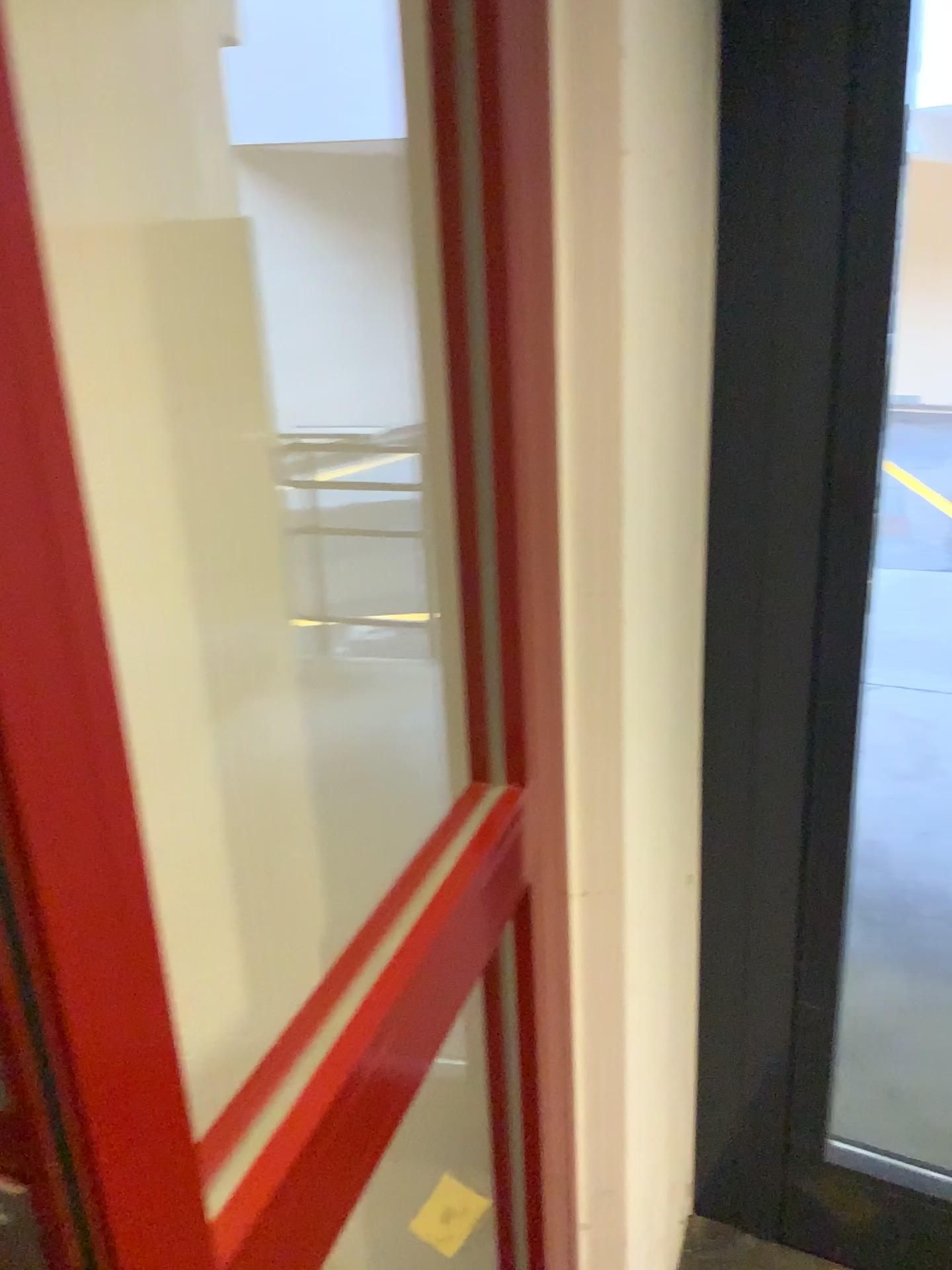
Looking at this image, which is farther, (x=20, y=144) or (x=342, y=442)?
(x=342, y=442)

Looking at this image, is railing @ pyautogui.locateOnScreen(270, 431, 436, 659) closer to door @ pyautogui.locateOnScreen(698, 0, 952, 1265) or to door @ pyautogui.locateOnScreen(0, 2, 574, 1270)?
door @ pyautogui.locateOnScreen(0, 2, 574, 1270)

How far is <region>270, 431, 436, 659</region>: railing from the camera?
1.0m

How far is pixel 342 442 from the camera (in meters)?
1.02

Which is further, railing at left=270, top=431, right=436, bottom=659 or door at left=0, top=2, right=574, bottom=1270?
railing at left=270, top=431, right=436, bottom=659

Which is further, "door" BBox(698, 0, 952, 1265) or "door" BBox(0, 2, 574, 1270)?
"door" BBox(698, 0, 952, 1265)

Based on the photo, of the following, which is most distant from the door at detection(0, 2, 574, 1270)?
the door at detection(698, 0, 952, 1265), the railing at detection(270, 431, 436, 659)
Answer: the door at detection(698, 0, 952, 1265)

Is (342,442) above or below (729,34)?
below

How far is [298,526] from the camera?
1.1 meters
